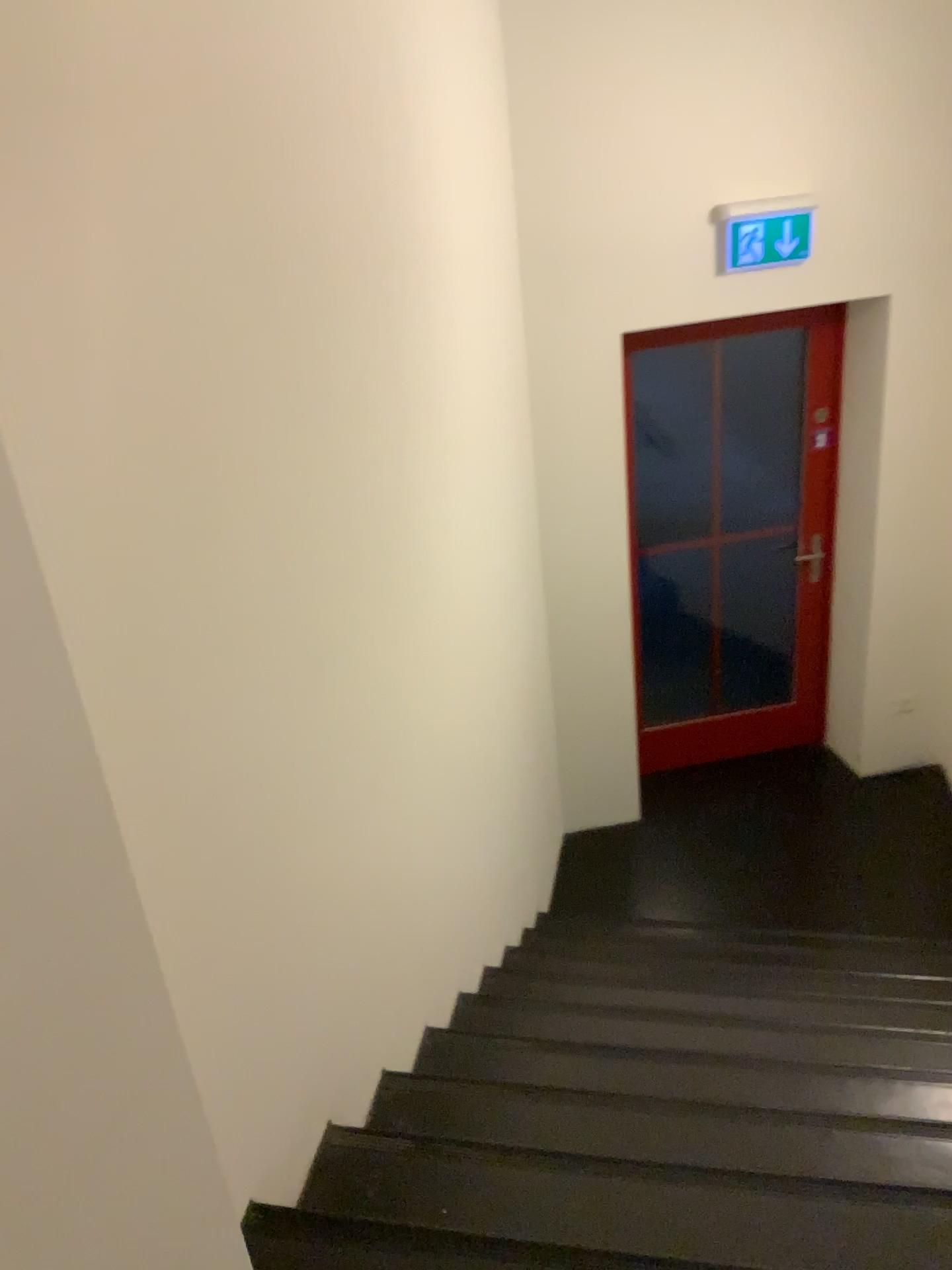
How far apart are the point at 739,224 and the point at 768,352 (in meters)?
0.79

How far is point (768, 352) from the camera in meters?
4.3

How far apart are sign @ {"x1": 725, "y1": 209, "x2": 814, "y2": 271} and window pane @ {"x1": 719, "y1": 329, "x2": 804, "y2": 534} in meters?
0.6 m

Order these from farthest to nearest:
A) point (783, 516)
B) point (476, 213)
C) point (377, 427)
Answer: point (783, 516) → point (476, 213) → point (377, 427)

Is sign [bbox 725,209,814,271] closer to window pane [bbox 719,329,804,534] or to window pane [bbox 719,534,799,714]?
window pane [bbox 719,329,804,534]

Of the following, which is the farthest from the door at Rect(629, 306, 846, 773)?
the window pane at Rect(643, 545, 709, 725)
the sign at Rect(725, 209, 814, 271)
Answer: the sign at Rect(725, 209, 814, 271)

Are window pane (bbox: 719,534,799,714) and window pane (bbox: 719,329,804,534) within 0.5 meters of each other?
yes

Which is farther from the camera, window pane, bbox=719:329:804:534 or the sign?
window pane, bbox=719:329:804:534

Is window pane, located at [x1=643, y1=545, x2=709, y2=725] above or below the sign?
below

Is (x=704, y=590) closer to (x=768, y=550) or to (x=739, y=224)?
(x=768, y=550)
